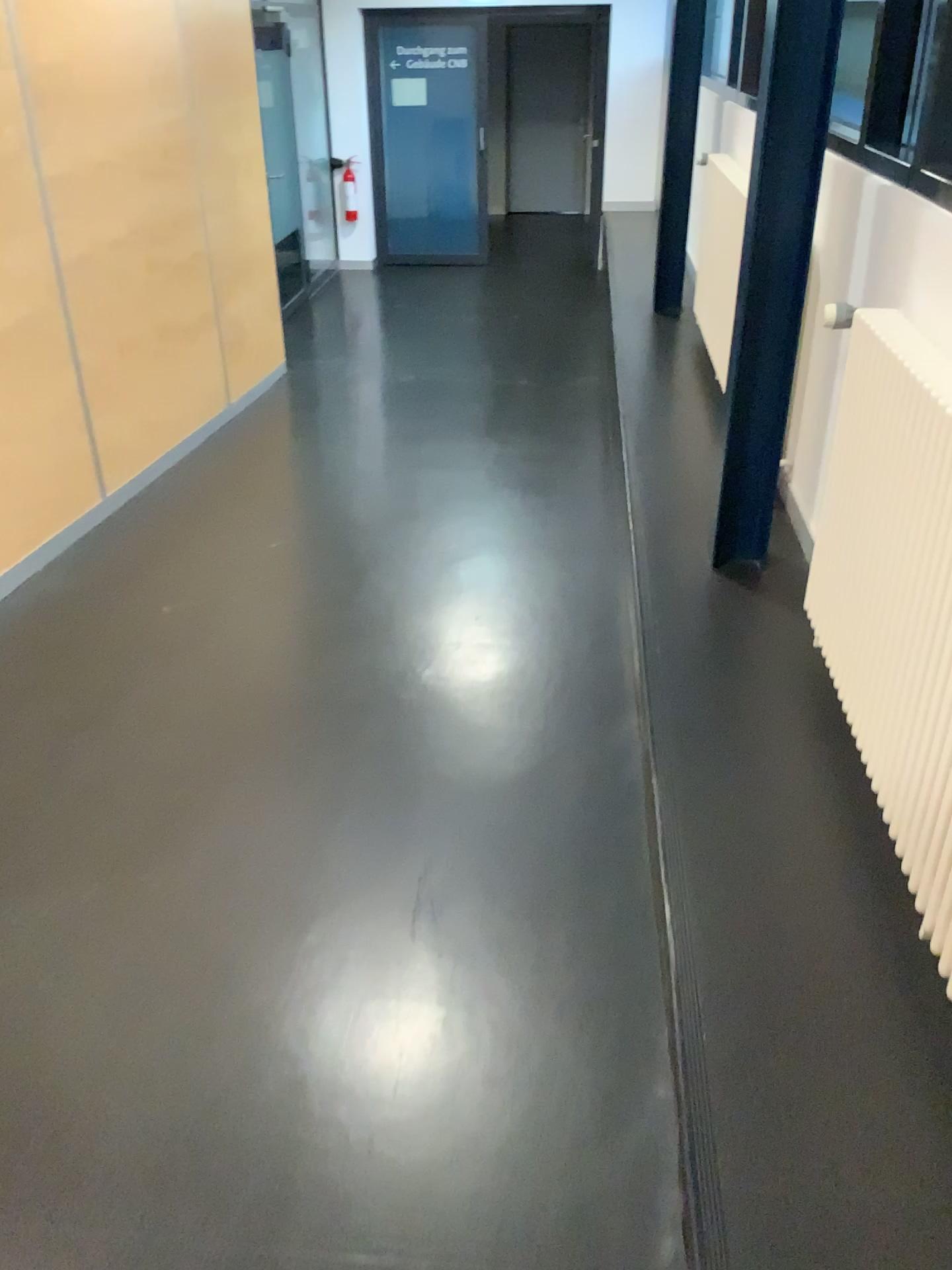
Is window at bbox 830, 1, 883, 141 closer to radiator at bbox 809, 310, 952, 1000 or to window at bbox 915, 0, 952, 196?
window at bbox 915, 0, 952, 196

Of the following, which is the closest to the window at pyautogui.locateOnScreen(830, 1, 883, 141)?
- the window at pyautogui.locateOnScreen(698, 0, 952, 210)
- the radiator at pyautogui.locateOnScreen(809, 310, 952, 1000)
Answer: the window at pyautogui.locateOnScreen(698, 0, 952, 210)

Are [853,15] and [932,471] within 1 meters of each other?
no

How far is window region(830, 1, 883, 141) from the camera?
2.67m

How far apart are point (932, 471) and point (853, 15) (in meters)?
1.43

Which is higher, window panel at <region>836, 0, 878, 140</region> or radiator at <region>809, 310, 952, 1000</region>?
window panel at <region>836, 0, 878, 140</region>

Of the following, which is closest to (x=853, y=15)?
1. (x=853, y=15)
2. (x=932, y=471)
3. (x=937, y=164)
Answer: (x=853, y=15)

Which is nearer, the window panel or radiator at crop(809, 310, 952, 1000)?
radiator at crop(809, 310, 952, 1000)

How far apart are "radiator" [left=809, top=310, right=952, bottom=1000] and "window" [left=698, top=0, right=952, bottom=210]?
0.6m

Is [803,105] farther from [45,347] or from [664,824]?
[45,347]
